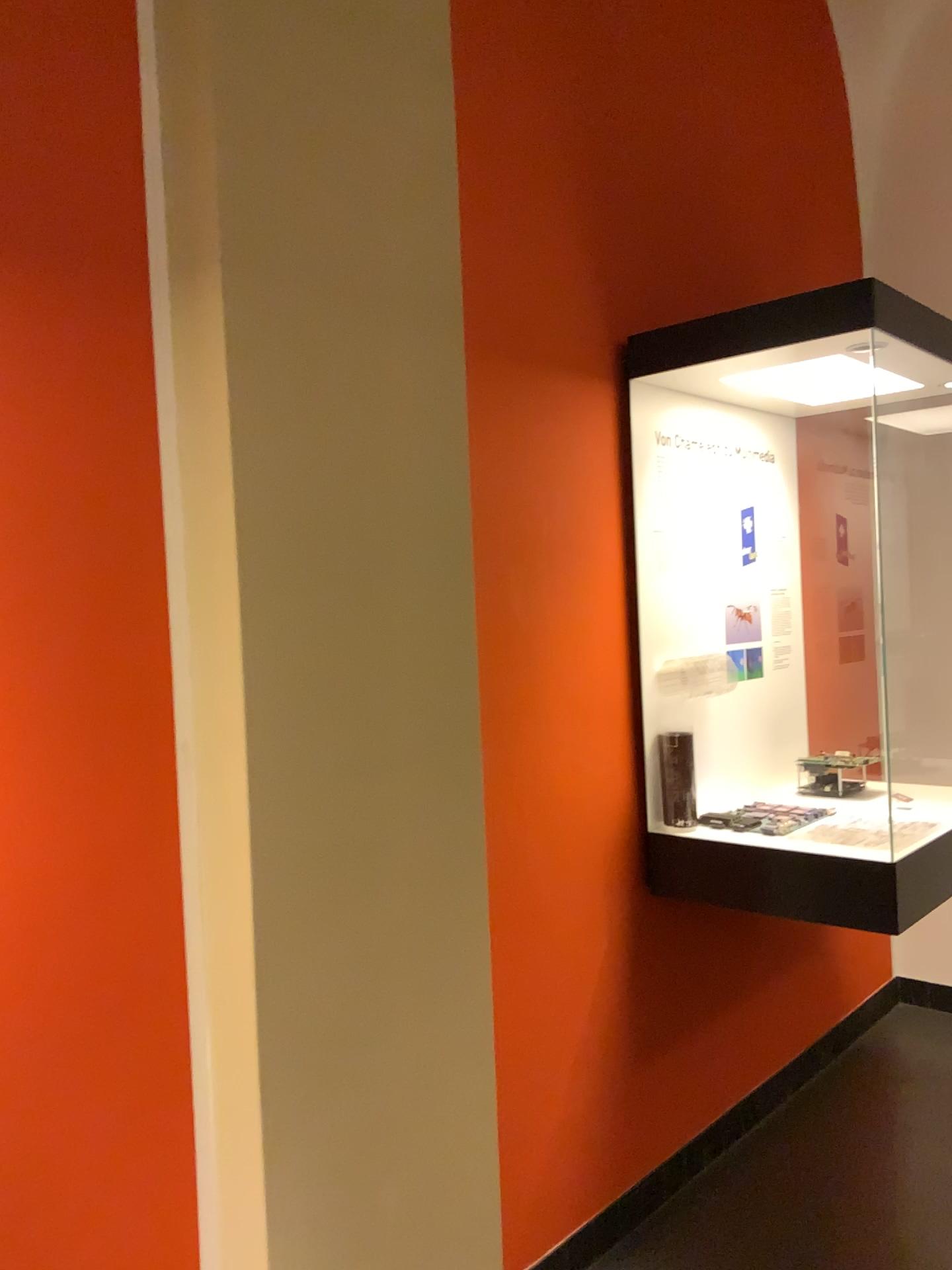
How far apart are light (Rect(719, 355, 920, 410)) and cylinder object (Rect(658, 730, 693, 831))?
0.90m

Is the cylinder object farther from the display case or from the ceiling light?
the ceiling light

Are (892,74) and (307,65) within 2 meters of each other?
no

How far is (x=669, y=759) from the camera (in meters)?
2.62

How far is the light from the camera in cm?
251

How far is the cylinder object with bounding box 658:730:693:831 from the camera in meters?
2.6 m

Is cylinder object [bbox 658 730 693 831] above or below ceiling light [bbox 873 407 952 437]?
below

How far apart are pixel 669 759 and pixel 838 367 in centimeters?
102cm

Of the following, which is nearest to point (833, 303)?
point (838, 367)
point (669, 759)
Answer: point (838, 367)

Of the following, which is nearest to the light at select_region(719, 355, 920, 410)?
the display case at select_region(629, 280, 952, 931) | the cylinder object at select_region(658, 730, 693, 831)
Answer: the display case at select_region(629, 280, 952, 931)
